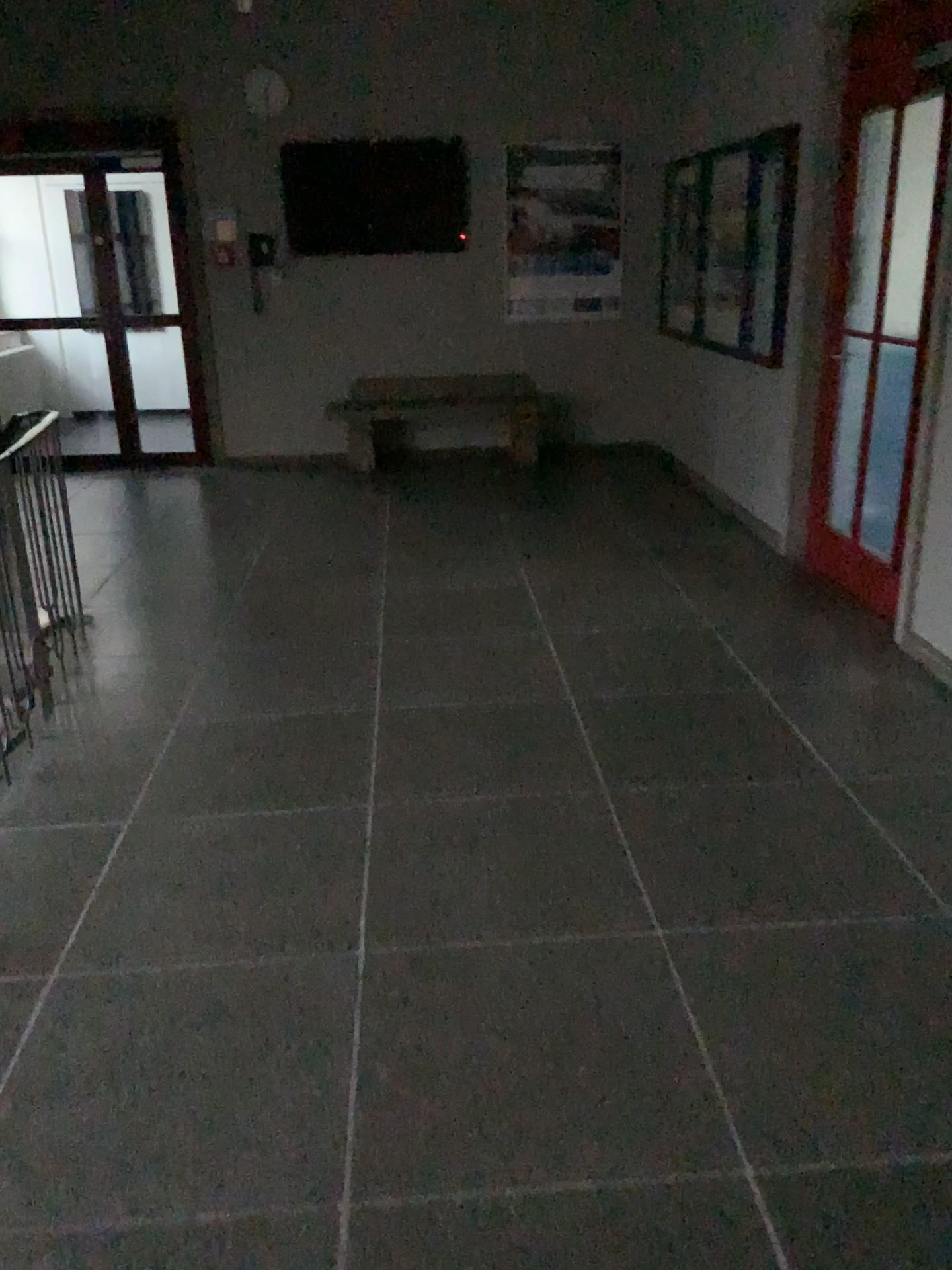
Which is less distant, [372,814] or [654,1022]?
[654,1022]
